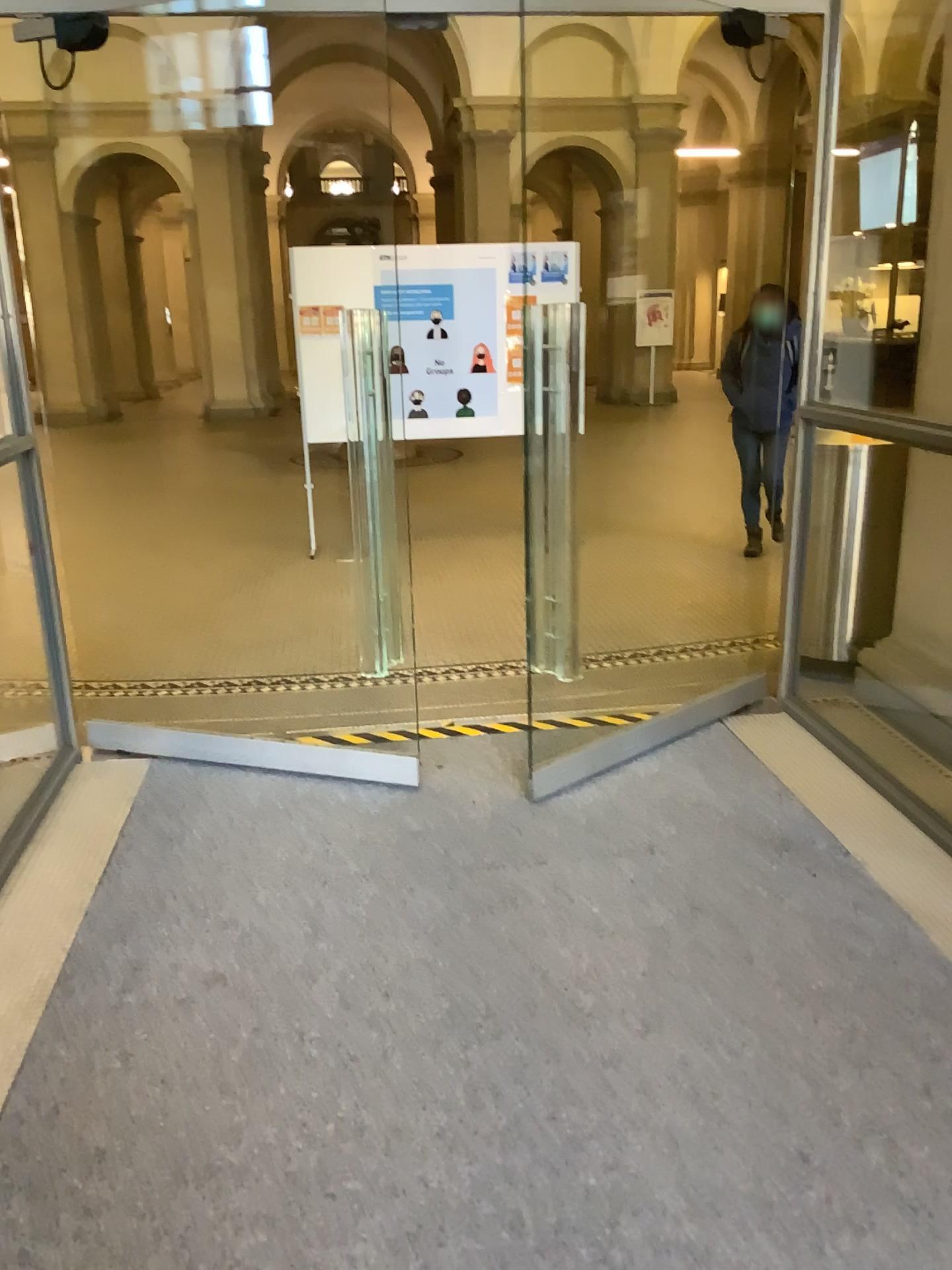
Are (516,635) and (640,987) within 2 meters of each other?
no
